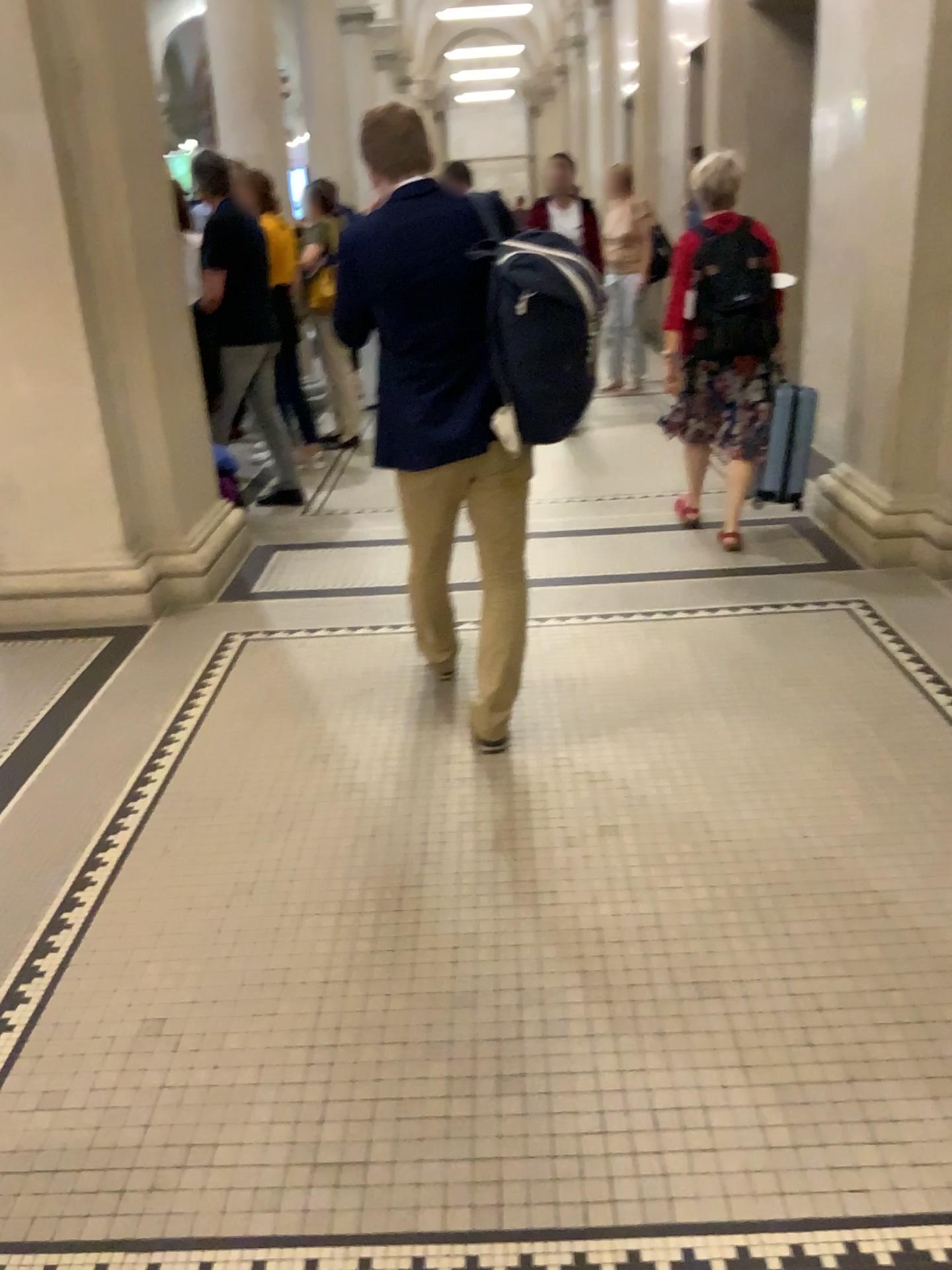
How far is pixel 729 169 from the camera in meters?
4.3 m

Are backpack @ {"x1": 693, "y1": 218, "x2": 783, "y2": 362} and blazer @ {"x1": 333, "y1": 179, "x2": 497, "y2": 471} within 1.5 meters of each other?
no

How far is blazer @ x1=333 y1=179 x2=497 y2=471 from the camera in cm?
265

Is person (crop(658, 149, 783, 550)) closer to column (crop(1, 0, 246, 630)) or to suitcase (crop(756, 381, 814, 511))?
suitcase (crop(756, 381, 814, 511))

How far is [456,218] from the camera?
2.7m

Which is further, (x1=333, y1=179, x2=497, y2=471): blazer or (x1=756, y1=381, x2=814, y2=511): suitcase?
(x1=756, y1=381, x2=814, y2=511): suitcase

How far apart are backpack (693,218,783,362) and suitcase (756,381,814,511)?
0.26m

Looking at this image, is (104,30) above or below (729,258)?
above

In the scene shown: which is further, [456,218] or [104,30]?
[104,30]

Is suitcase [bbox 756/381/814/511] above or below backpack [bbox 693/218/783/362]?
below
